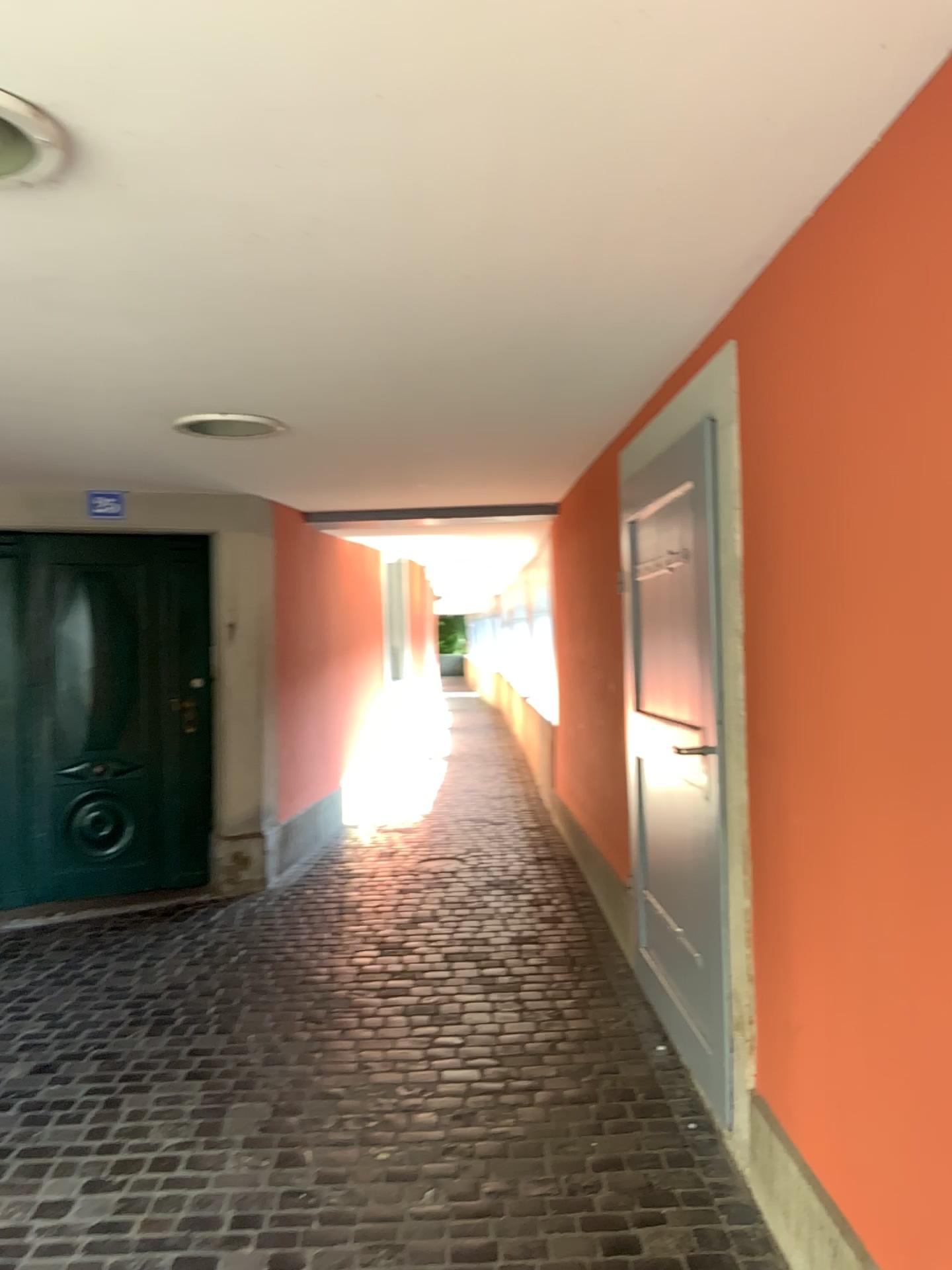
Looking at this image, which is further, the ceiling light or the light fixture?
the ceiling light

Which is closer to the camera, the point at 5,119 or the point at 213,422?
the point at 5,119

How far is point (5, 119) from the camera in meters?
1.5

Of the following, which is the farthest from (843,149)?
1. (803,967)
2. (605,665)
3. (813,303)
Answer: (605,665)

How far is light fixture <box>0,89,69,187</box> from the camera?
1.5m
